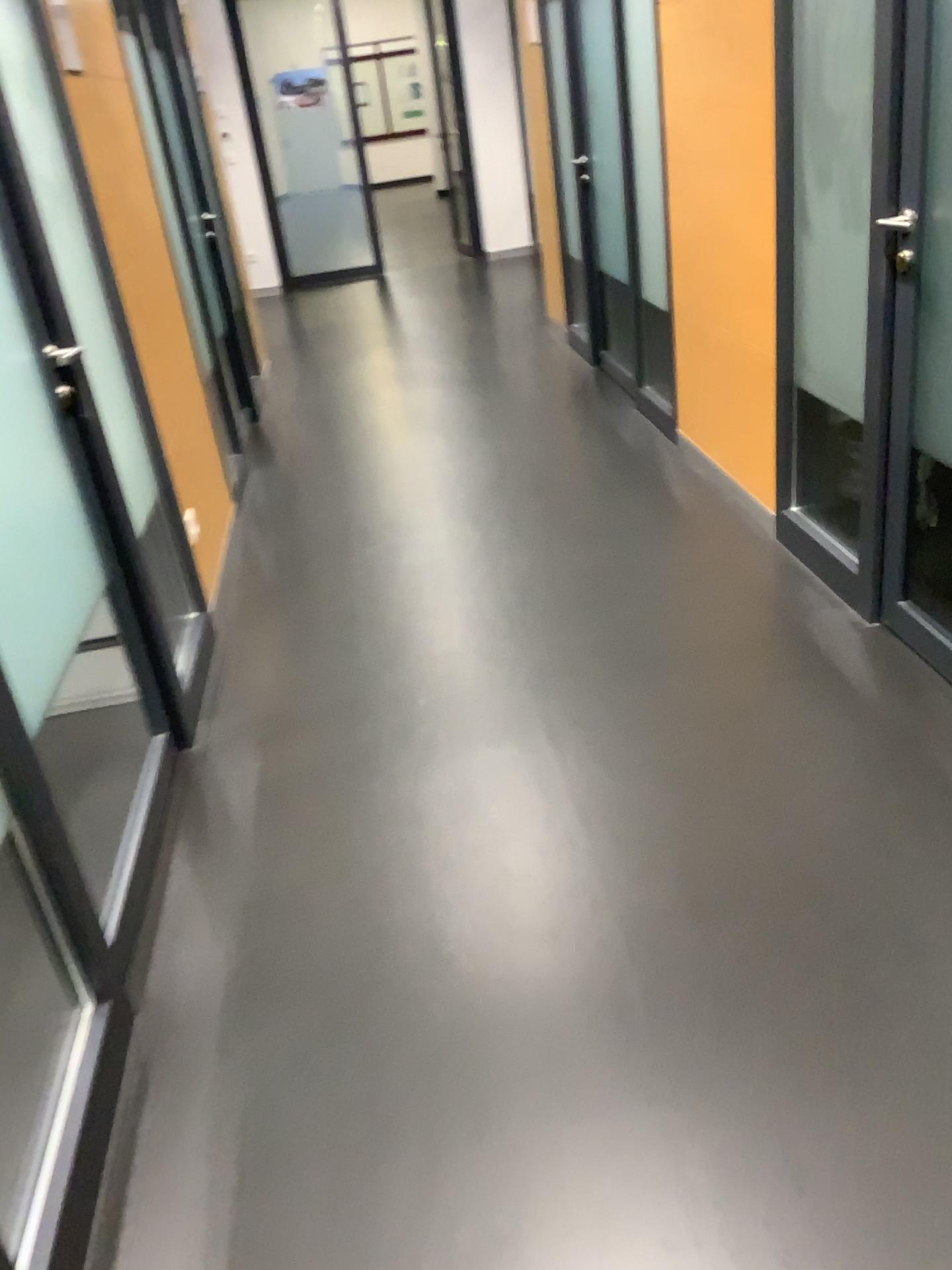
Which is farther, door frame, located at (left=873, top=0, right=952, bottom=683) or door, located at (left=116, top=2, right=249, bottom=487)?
door, located at (left=116, top=2, right=249, bottom=487)

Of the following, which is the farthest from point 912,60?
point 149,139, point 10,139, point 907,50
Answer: point 149,139

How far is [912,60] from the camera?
2.22m

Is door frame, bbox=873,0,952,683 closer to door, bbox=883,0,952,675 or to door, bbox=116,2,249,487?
door, bbox=883,0,952,675

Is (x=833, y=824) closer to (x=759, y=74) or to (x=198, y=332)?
(x=759, y=74)

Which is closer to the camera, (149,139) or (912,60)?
(912,60)

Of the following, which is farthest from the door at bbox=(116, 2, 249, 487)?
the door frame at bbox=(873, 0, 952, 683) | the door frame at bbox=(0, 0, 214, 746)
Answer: the door frame at bbox=(873, 0, 952, 683)

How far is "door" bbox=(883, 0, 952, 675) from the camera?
2.2 meters

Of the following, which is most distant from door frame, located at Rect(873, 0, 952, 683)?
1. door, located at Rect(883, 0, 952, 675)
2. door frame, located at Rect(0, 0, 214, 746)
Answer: door frame, located at Rect(0, 0, 214, 746)

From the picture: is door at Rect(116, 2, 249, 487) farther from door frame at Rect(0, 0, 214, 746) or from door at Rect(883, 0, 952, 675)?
door at Rect(883, 0, 952, 675)
